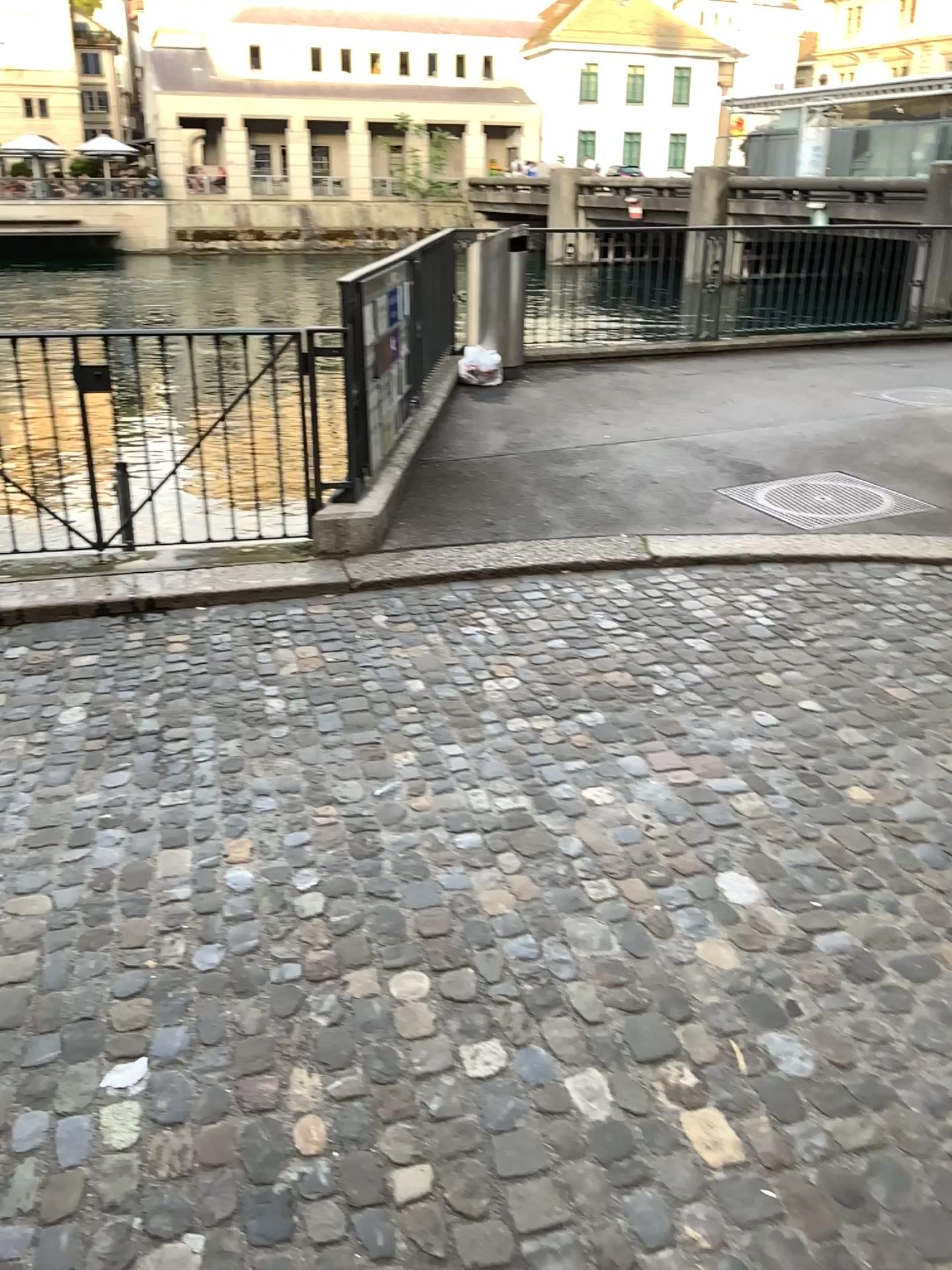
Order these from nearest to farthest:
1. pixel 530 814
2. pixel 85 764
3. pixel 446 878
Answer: pixel 446 878, pixel 530 814, pixel 85 764
